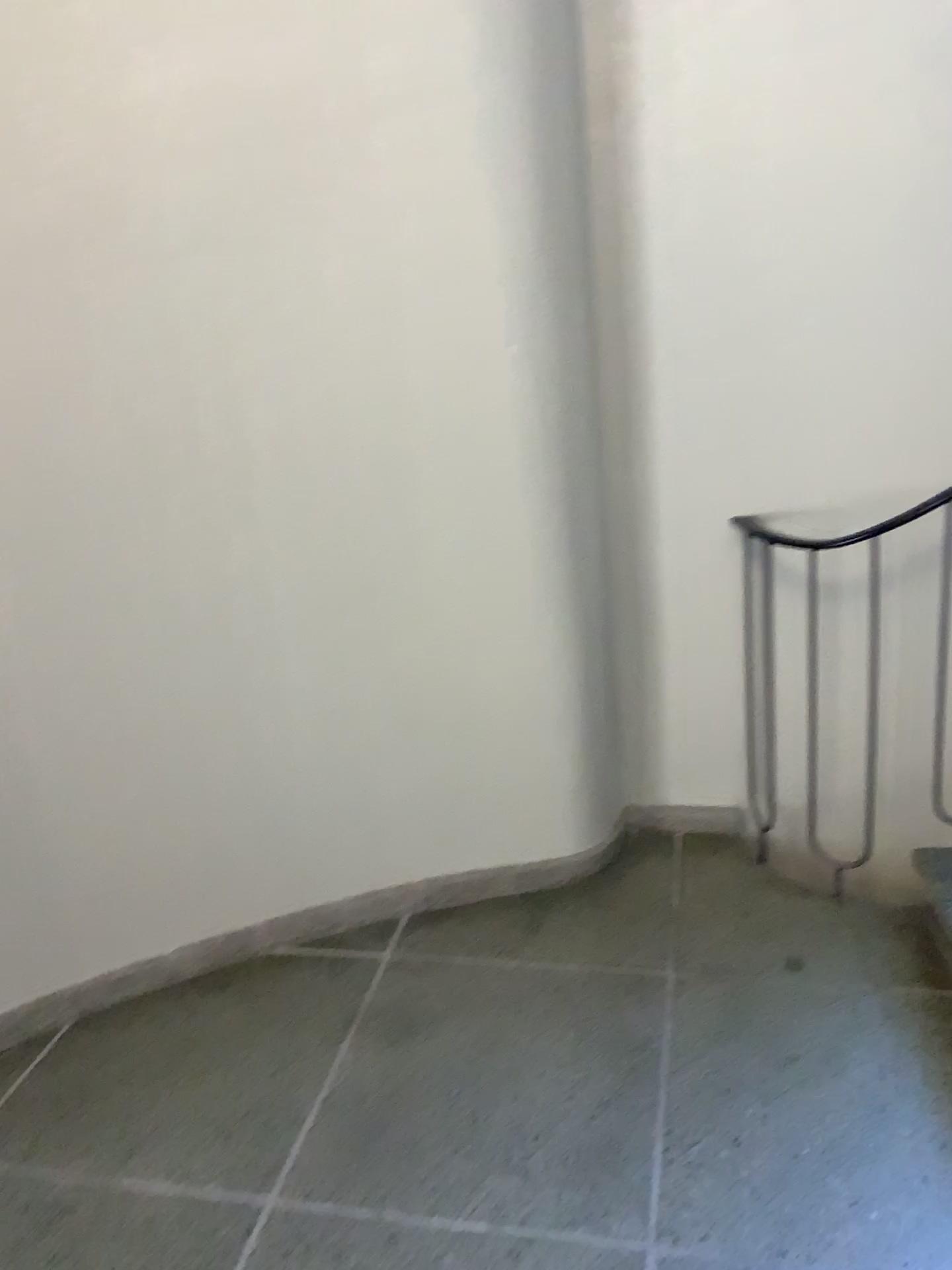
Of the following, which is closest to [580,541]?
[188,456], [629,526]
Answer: [629,526]
